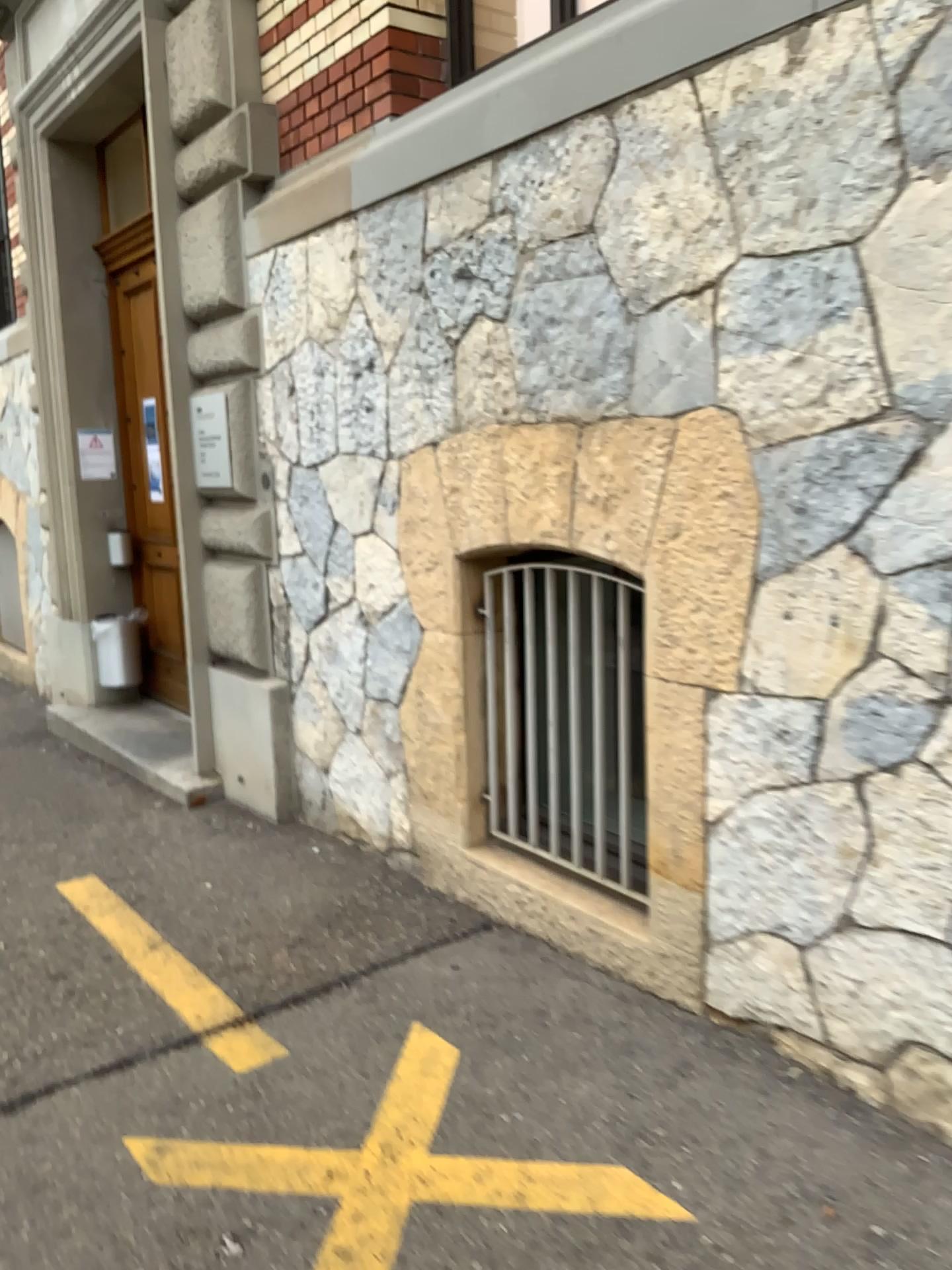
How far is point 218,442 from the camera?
4.8 meters

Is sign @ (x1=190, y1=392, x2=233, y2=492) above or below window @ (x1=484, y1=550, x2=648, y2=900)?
above

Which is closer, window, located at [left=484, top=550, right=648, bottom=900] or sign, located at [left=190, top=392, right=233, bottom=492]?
window, located at [left=484, top=550, right=648, bottom=900]

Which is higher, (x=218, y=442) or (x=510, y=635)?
(x=218, y=442)

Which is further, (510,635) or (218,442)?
(218,442)

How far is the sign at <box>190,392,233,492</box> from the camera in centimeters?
480cm

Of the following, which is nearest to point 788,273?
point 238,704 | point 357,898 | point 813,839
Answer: point 813,839
